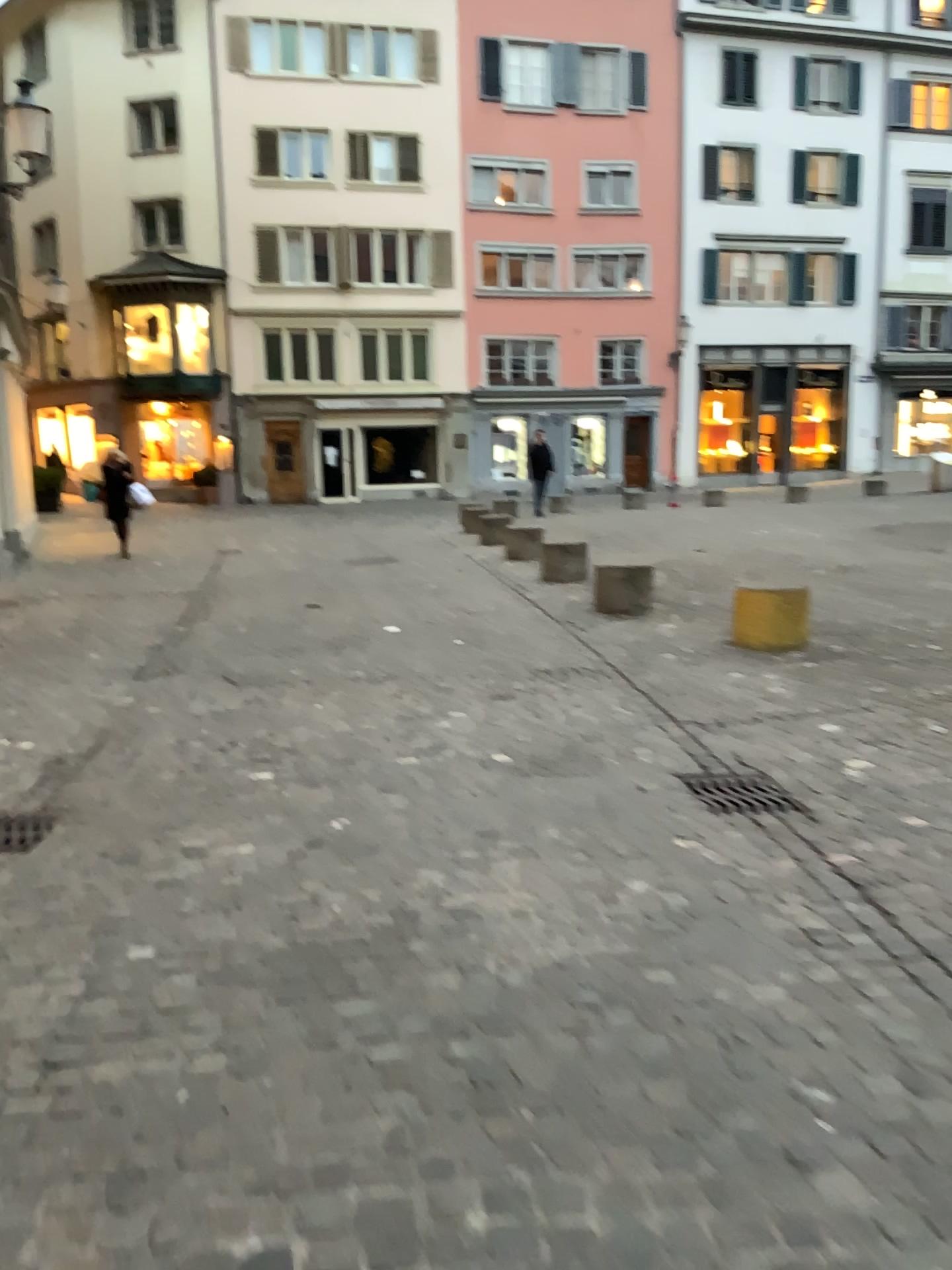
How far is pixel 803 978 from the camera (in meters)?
2.74
